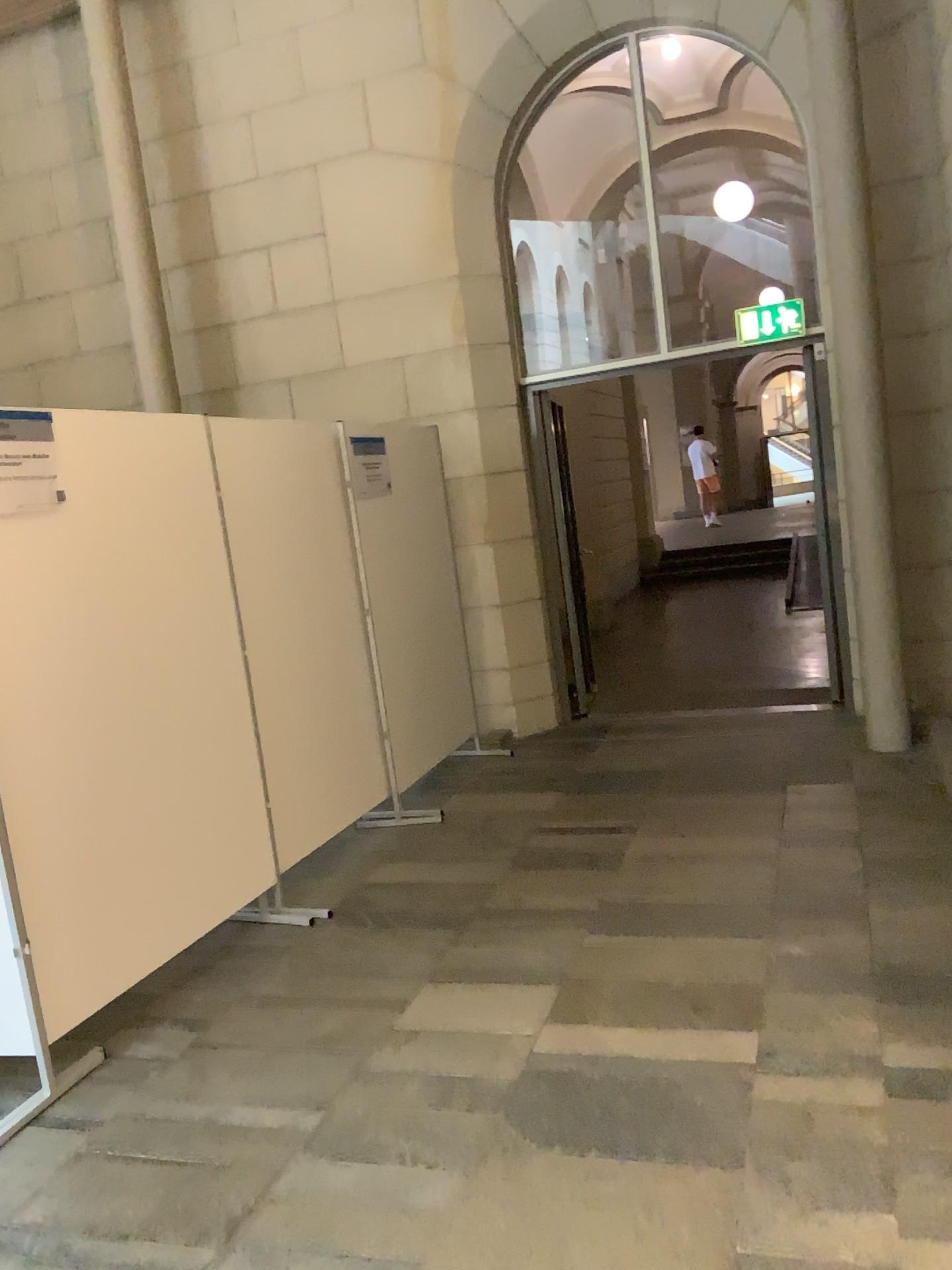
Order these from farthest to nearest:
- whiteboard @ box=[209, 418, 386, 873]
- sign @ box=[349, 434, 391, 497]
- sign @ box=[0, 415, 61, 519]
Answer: sign @ box=[349, 434, 391, 497], whiteboard @ box=[209, 418, 386, 873], sign @ box=[0, 415, 61, 519]

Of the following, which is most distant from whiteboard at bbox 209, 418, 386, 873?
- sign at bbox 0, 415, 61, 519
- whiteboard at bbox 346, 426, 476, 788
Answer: sign at bbox 0, 415, 61, 519

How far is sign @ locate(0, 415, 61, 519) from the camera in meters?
3.0 m

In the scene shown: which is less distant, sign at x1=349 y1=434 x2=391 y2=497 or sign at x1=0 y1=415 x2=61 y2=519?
sign at x1=0 y1=415 x2=61 y2=519

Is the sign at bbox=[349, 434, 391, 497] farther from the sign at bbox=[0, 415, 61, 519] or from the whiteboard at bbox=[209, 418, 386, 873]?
the sign at bbox=[0, 415, 61, 519]

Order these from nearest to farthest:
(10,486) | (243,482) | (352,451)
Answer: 1. (10,486)
2. (243,482)
3. (352,451)

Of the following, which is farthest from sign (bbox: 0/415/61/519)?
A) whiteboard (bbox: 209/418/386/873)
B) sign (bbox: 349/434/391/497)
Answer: sign (bbox: 349/434/391/497)

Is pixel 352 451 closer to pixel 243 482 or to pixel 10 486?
pixel 243 482

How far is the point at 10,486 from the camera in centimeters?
300cm

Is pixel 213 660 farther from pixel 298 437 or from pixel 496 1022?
pixel 496 1022
